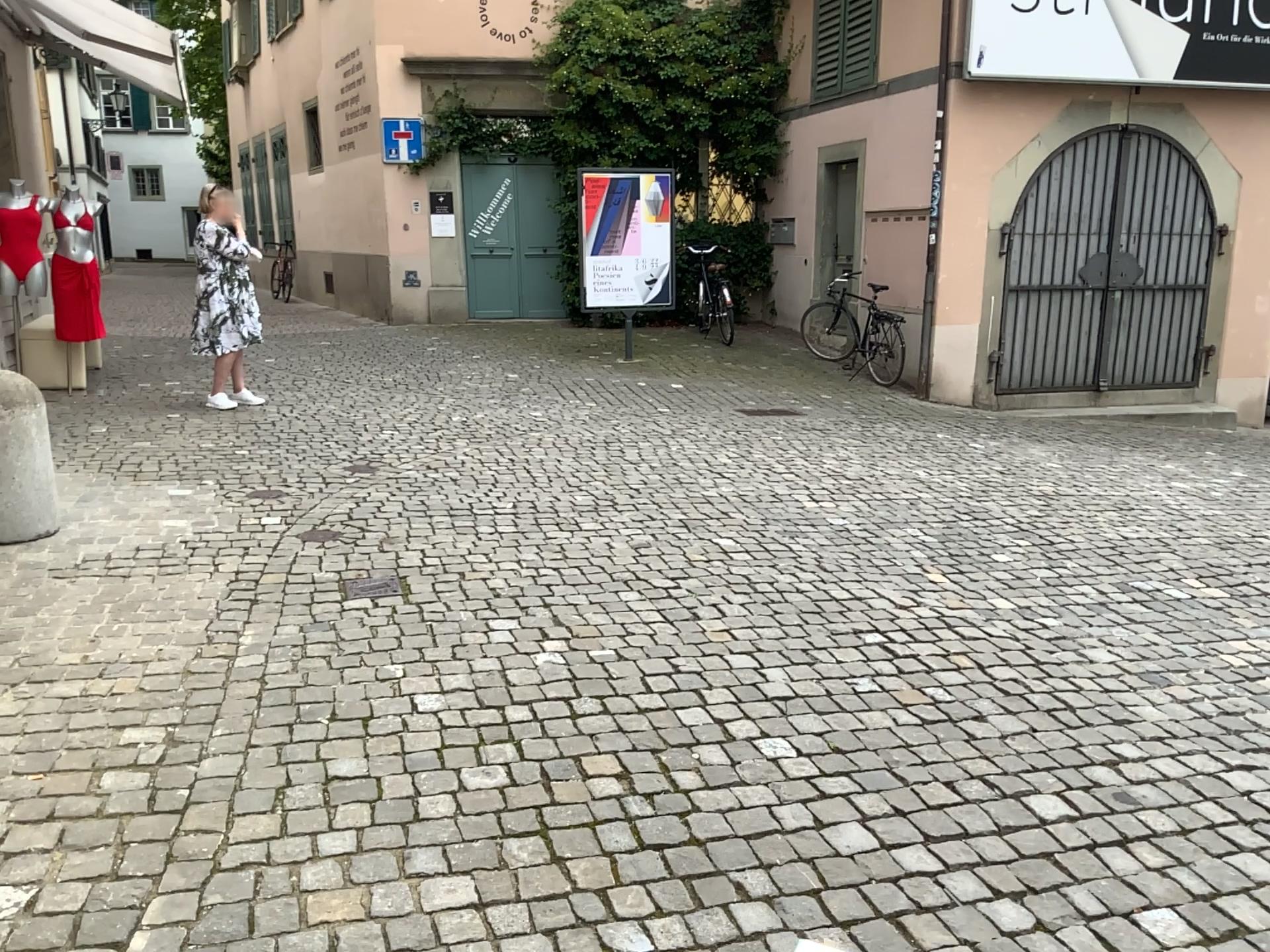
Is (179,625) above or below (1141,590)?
above
